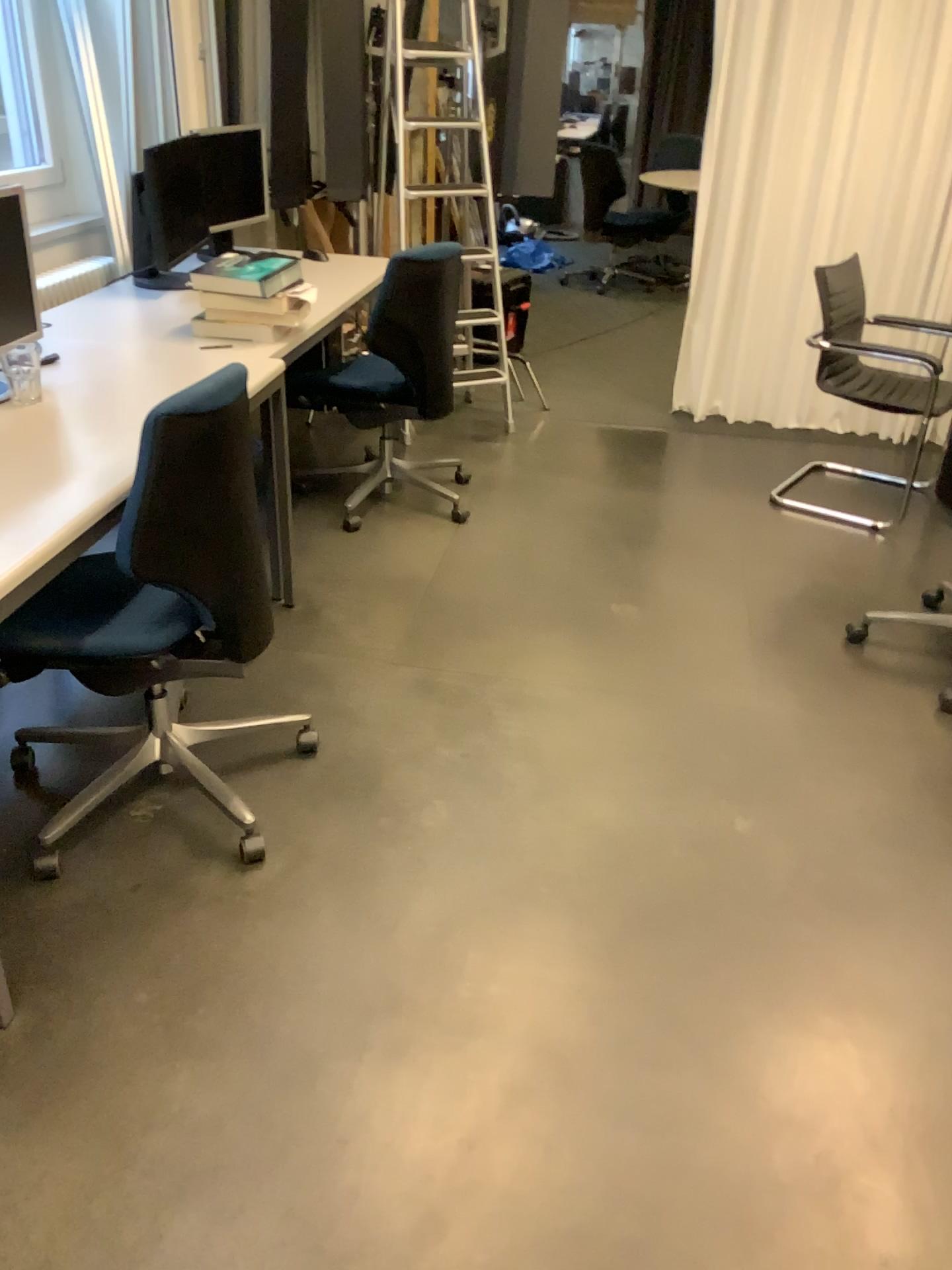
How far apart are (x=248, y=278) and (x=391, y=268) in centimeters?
62cm

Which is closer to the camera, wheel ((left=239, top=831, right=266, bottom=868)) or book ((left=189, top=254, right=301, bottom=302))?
wheel ((left=239, top=831, right=266, bottom=868))

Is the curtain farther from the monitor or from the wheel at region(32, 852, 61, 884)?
the wheel at region(32, 852, 61, 884)

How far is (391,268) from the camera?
3.4 meters

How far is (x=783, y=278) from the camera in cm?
457

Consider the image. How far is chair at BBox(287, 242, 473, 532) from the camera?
3.4 meters

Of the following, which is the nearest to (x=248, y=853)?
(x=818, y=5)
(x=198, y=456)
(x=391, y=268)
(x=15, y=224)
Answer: (x=198, y=456)

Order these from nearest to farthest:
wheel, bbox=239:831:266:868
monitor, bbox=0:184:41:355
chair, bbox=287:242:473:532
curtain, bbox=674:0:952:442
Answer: wheel, bbox=239:831:266:868 < monitor, bbox=0:184:41:355 < chair, bbox=287:242:473:532 < curtain, bbox=674:0:952:442

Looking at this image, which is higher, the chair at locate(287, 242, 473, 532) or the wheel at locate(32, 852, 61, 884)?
the chair at locate(287, 242, 473, 532)

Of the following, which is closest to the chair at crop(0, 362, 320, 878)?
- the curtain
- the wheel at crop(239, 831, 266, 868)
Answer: the wheel at crop(239, 831, 266, 868)
